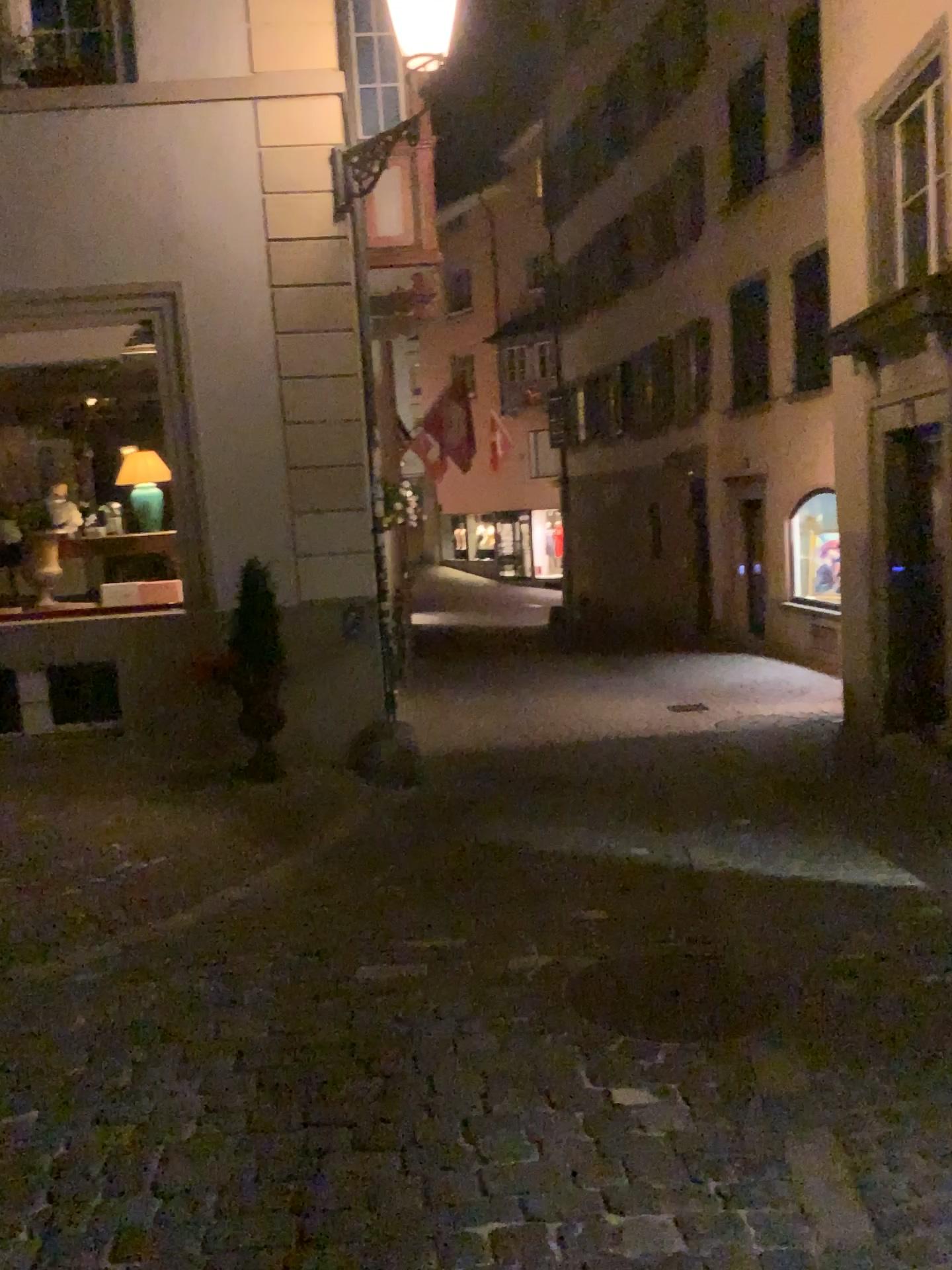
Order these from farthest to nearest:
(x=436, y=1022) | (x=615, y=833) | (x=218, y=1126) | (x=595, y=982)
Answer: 1. (x=615, y=833)
2. (x=595, y=982)
3. (x=436, y=1022)
4. (x=218, y=1126)
